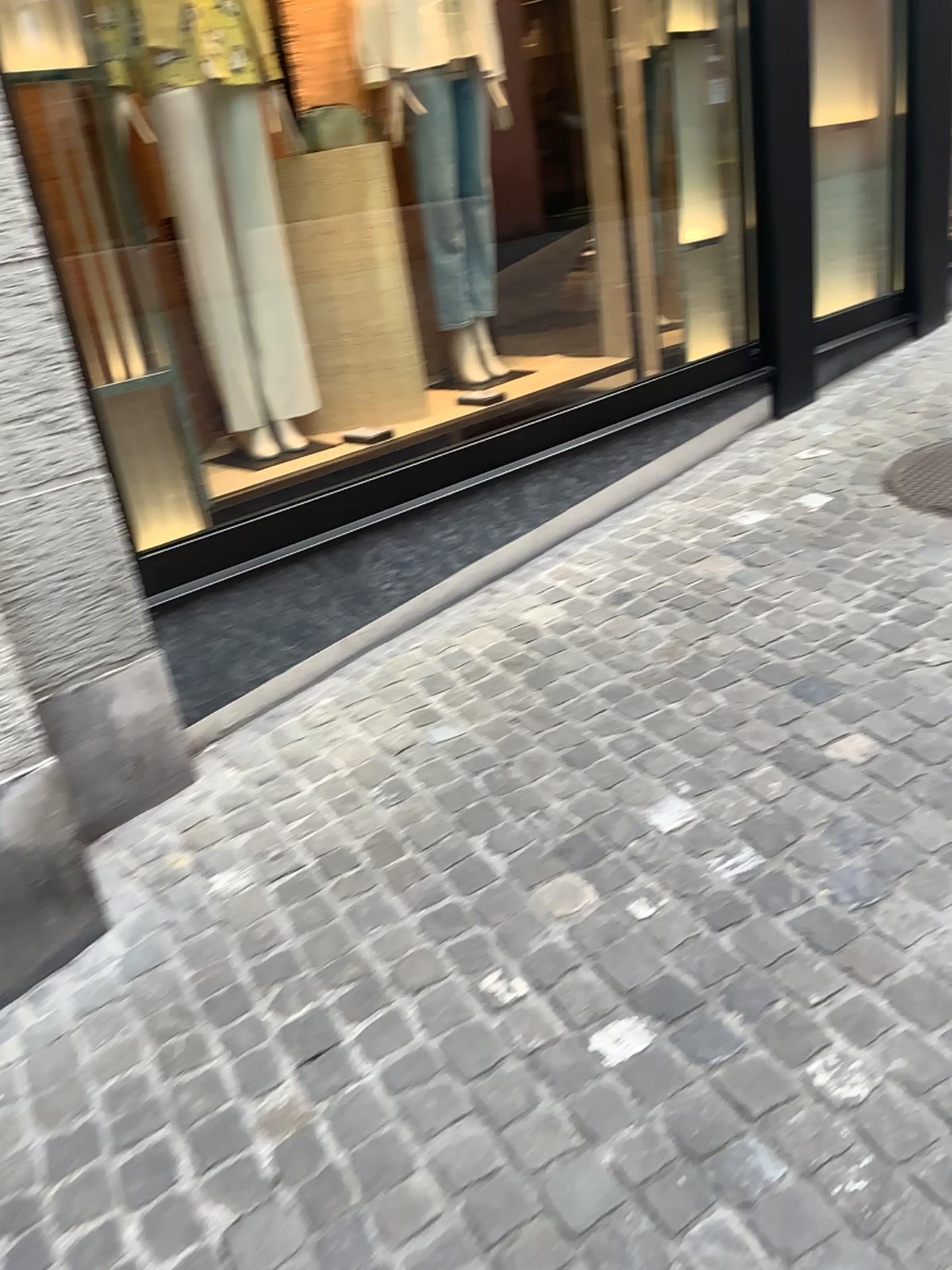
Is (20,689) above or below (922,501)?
above

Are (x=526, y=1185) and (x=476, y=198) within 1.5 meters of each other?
no

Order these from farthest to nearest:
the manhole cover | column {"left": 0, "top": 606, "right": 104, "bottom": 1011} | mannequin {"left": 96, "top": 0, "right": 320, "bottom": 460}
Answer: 1. the manhole cover
2. mannequin {"left": 96, "top": 0, "right": 320, "bottom": 460}
3. column {"left": 0, "top": 606, "right": 104, "bottom": 1011}

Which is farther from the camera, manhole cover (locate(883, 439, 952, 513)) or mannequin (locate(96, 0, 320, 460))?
manhole cover (locate(883, 439, 952, 513))

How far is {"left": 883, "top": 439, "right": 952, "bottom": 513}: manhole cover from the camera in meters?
3.2 m

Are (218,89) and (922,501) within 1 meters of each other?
no

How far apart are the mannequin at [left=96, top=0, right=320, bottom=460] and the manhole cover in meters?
1.9

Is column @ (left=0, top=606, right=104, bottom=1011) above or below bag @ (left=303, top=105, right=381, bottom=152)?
below

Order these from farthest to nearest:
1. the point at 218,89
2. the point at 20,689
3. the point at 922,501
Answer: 1. the point at 922,501
2. the point at 218,89
3. the point at 20,689

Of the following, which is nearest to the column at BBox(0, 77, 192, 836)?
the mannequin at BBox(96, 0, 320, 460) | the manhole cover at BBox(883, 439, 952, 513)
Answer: the mannequin at BBox(96, 0, 320, 460)
